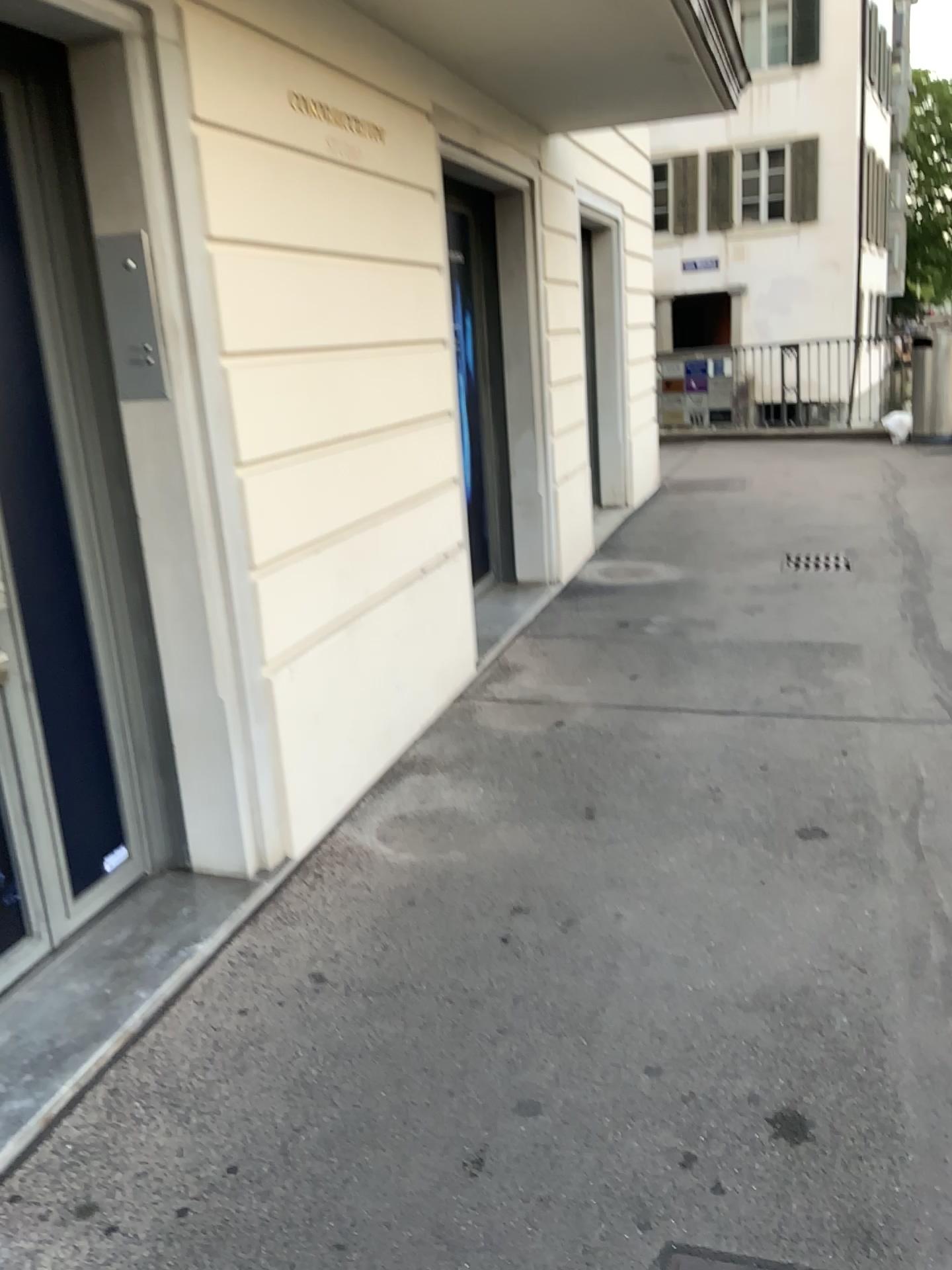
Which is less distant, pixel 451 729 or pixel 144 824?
pixel 144 824
